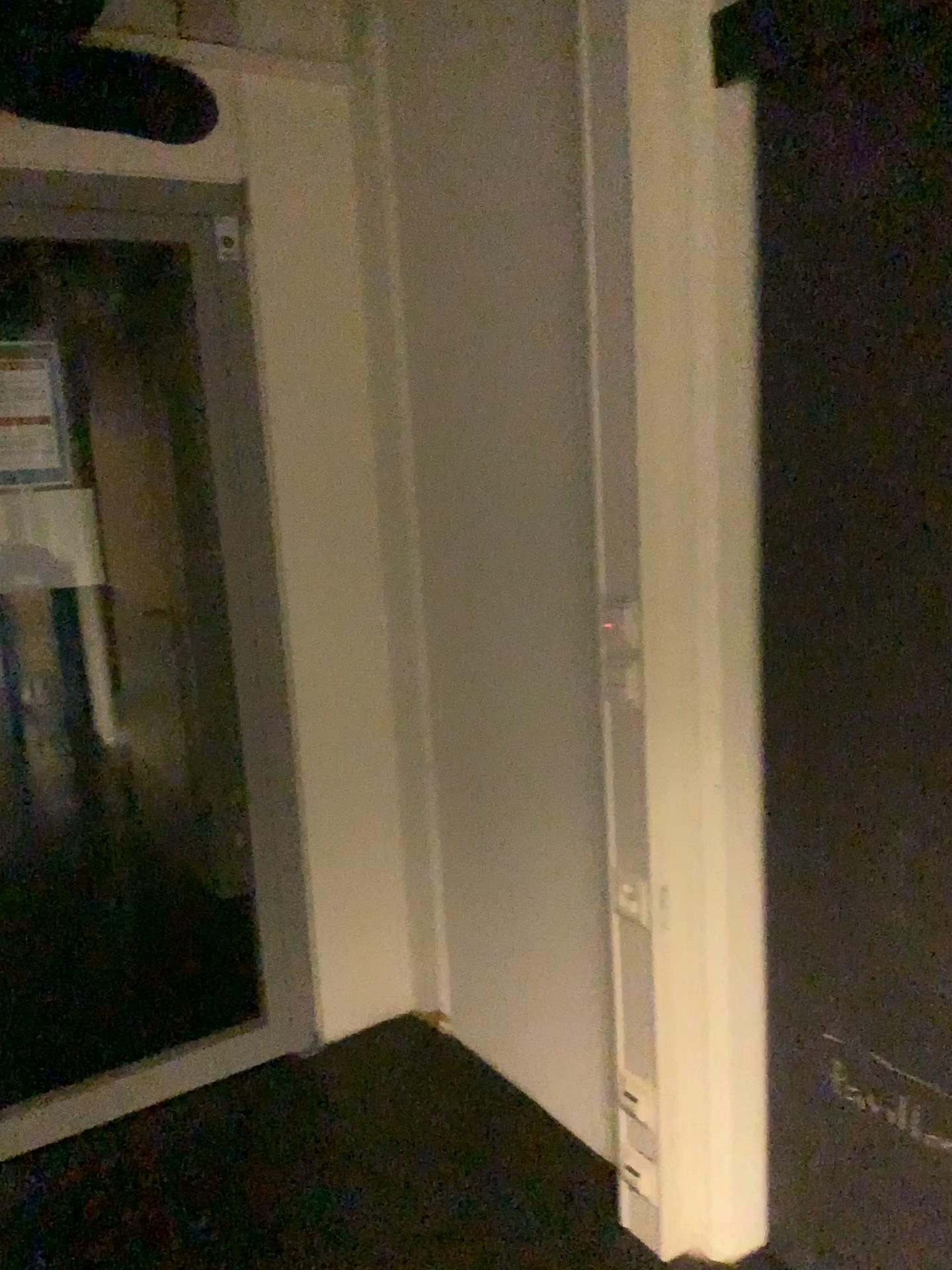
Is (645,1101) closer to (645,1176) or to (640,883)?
(645,1176)

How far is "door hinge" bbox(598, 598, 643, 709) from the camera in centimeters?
176cm

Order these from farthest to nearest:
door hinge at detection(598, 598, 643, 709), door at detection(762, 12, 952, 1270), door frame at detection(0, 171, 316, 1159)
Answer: door frame at detection(0, 171, 316, 1159) < door hinge at detection(598, 598, 643, 709) < door at detection(762, 12, 952, 1270)

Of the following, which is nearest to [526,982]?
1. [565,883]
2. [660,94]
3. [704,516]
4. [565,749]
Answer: [565,883]

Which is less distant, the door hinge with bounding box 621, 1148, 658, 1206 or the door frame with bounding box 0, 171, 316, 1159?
the door hinge with bounding box 621, 1148, 658, 1206

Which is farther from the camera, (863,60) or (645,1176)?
(645,1176)

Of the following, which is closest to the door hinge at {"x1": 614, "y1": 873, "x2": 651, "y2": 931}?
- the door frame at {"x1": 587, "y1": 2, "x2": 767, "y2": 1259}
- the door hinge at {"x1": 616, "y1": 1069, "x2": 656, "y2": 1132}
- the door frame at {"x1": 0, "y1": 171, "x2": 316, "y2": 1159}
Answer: the door frame at {"x1": 587, "y1": 2, "x2": 767, "y2": 1259}

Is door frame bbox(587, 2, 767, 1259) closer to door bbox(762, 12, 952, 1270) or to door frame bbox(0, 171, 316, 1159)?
door bbox(762, 12, 952, 1270)

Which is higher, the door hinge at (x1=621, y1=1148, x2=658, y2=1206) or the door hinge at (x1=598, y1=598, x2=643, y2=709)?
the door hinge at (x1=598, y1=598, x2=643, y2=709)

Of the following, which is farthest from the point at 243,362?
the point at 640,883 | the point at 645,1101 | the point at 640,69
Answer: the point at 645,1101
